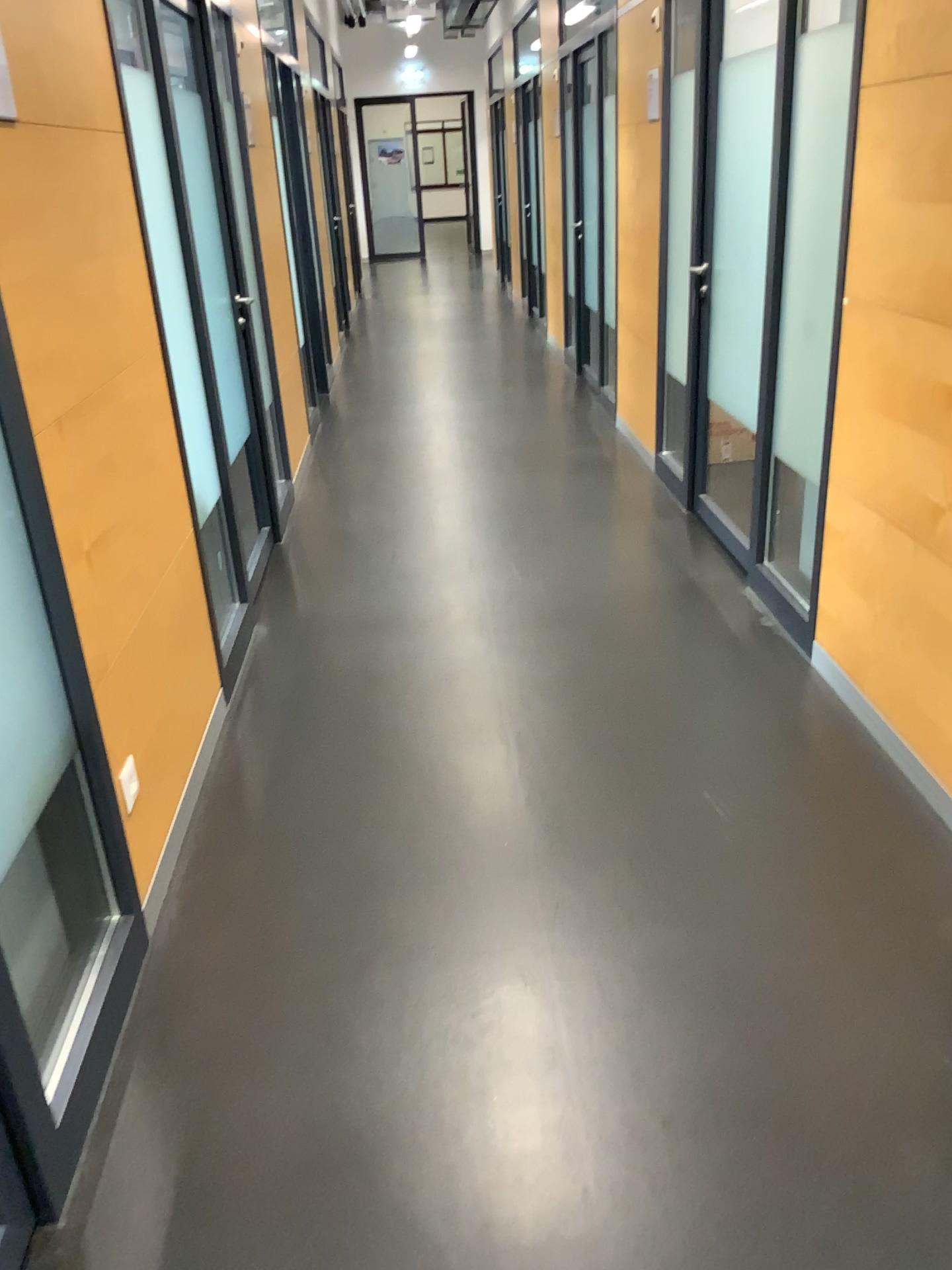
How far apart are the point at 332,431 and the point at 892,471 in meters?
4.1 m

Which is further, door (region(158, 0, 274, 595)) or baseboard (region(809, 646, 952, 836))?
door (region(158, 0, 274, 595))

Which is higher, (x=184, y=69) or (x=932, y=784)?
(x=184, y=69)

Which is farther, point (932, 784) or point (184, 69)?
point (184, 69)
